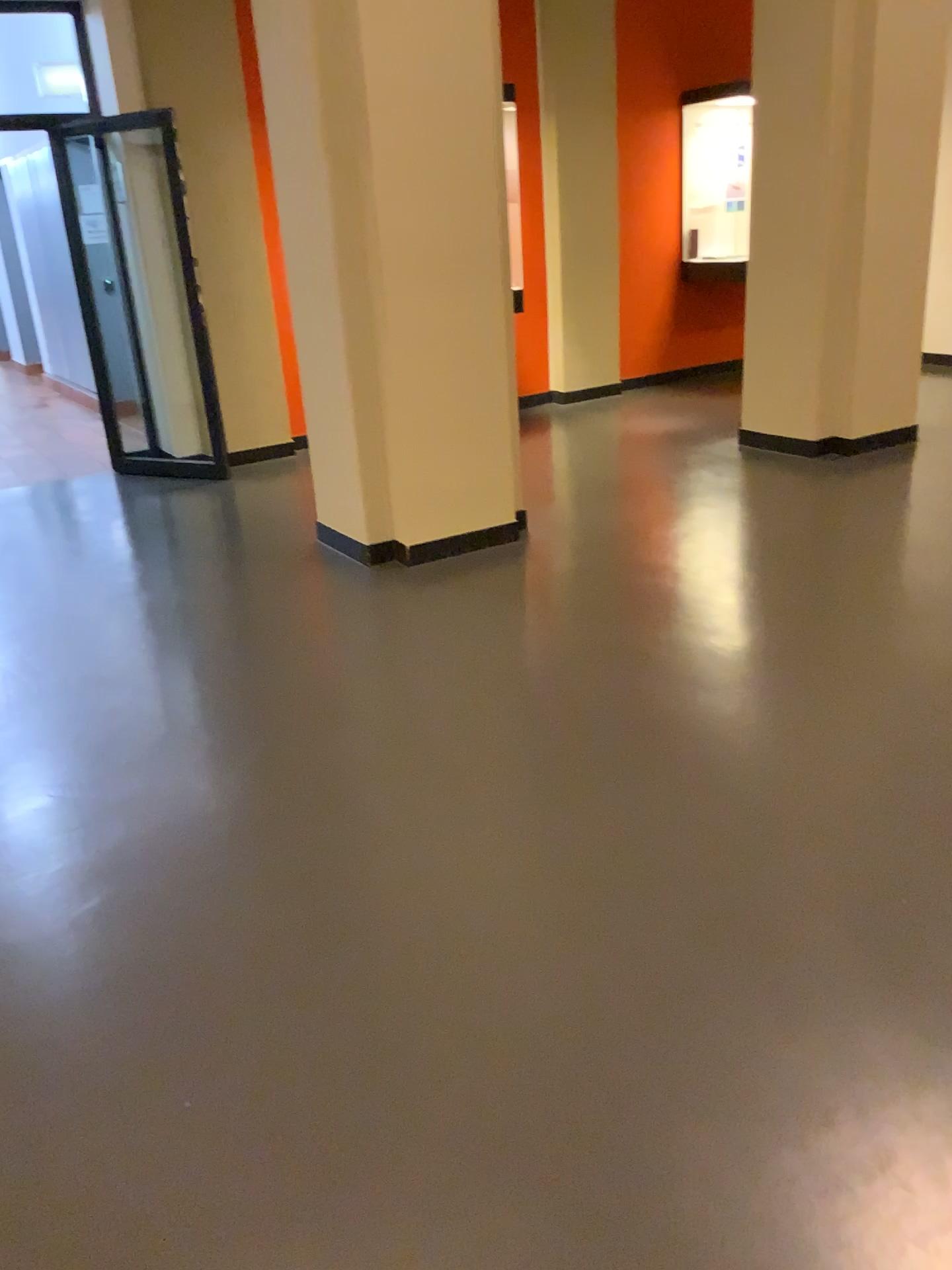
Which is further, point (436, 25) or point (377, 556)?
point (377, 556)

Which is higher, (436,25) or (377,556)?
(436,25)

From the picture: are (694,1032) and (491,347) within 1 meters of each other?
no

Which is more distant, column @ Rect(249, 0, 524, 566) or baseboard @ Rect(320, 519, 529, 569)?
baseboard @ Rect(320, 519, 529, 569)
